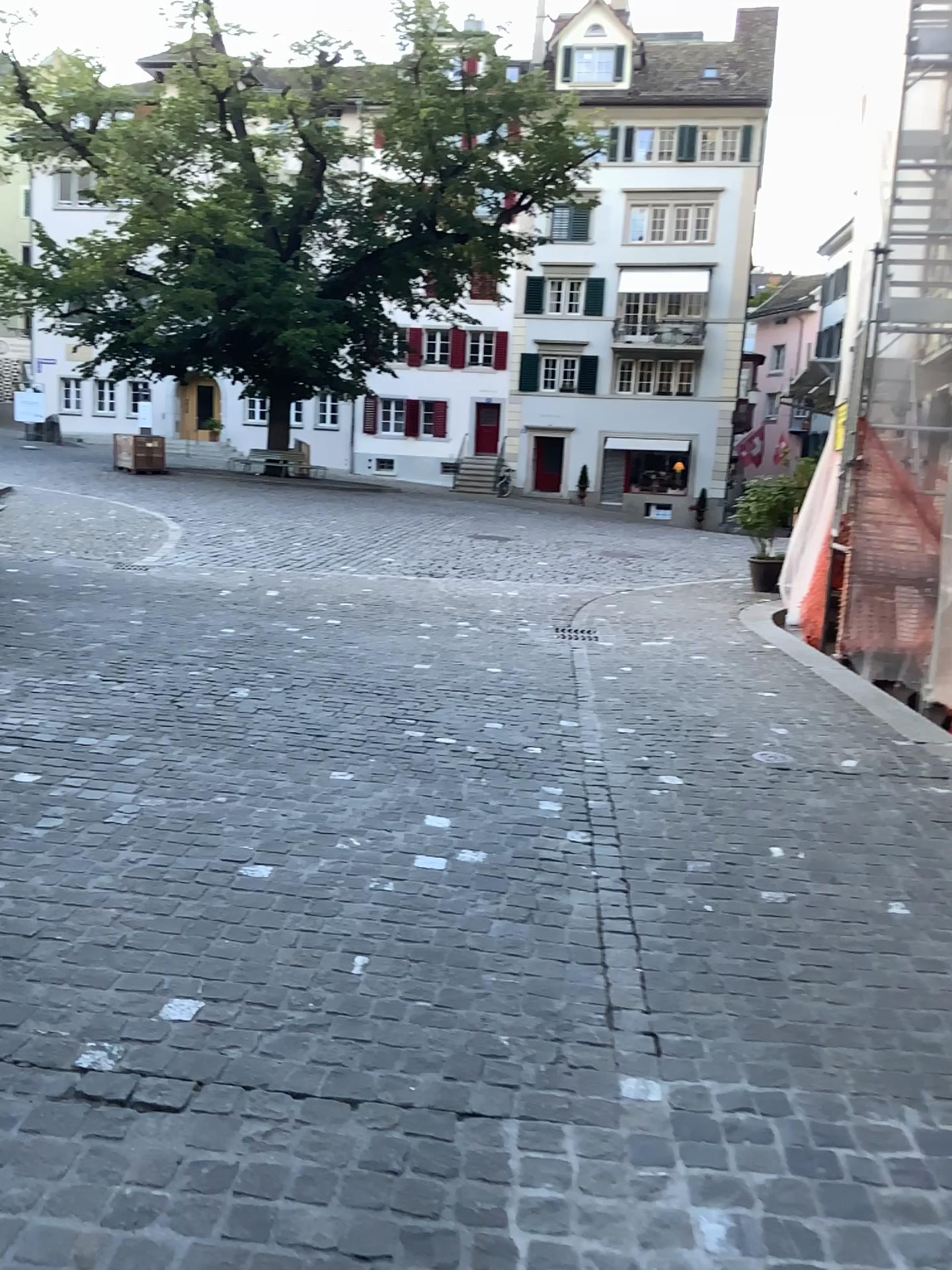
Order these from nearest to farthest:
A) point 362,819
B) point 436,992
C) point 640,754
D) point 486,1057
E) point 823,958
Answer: point 486,1057
point 436,992
point 823,958
point 362,819
point 640,754
